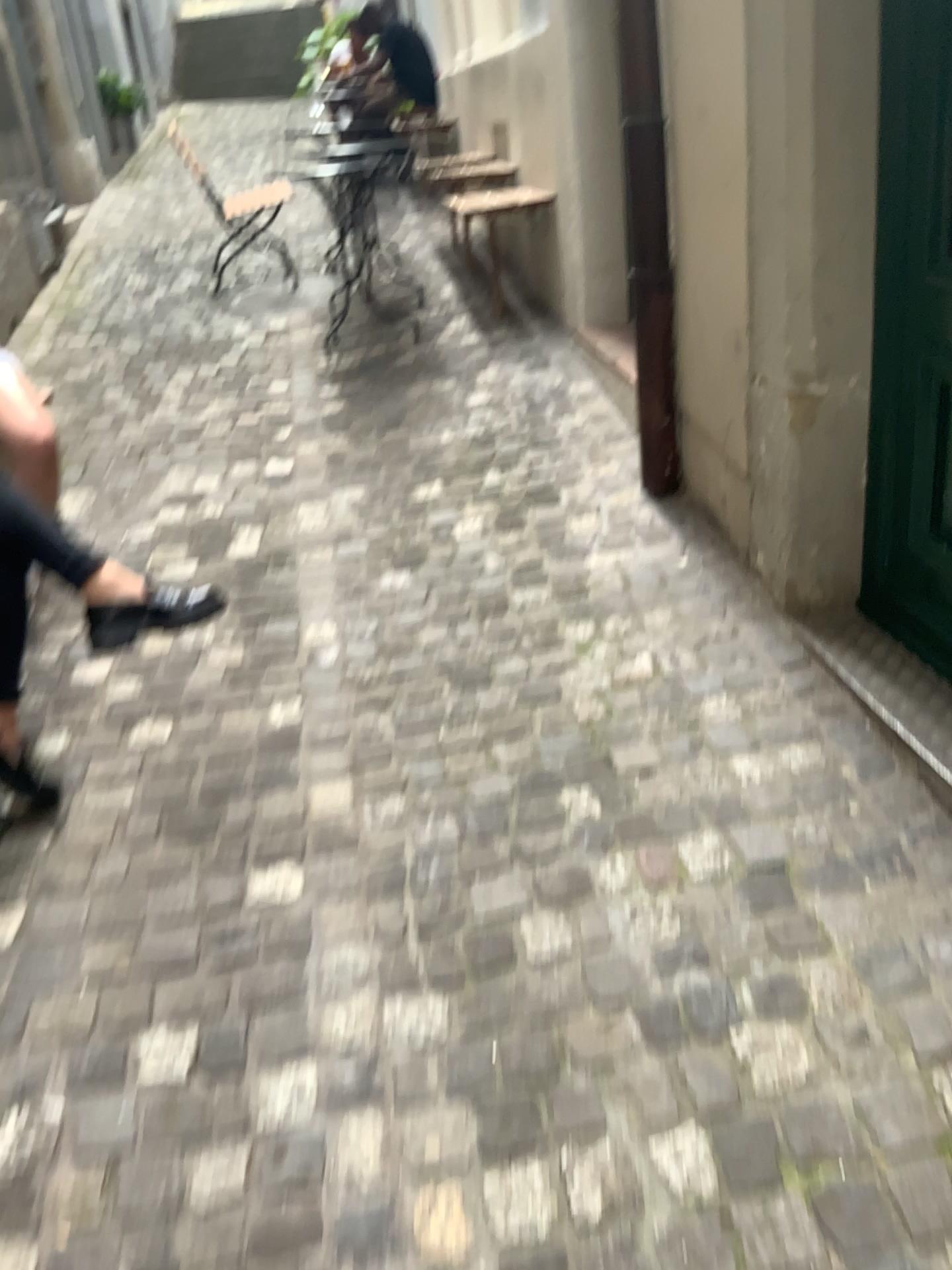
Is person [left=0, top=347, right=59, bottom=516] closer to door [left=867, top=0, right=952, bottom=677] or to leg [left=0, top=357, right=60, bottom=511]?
leg [left=0, top=357, right=60, bottom=511]

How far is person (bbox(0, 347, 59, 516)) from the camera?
2.7 meters

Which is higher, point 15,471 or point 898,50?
point 898,50

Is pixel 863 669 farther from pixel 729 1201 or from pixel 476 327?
pixel 476 327

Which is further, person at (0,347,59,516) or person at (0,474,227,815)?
person at (0,347,59,516)

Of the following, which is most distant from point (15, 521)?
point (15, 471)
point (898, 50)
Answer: point (898, 50)

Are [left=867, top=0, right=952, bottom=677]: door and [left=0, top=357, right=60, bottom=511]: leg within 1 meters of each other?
no

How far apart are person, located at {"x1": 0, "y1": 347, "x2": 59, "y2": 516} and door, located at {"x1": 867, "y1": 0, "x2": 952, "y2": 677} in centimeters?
203cm

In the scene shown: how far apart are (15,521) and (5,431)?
0.8m

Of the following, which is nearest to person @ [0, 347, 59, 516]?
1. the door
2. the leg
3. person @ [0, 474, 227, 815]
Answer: the leg
